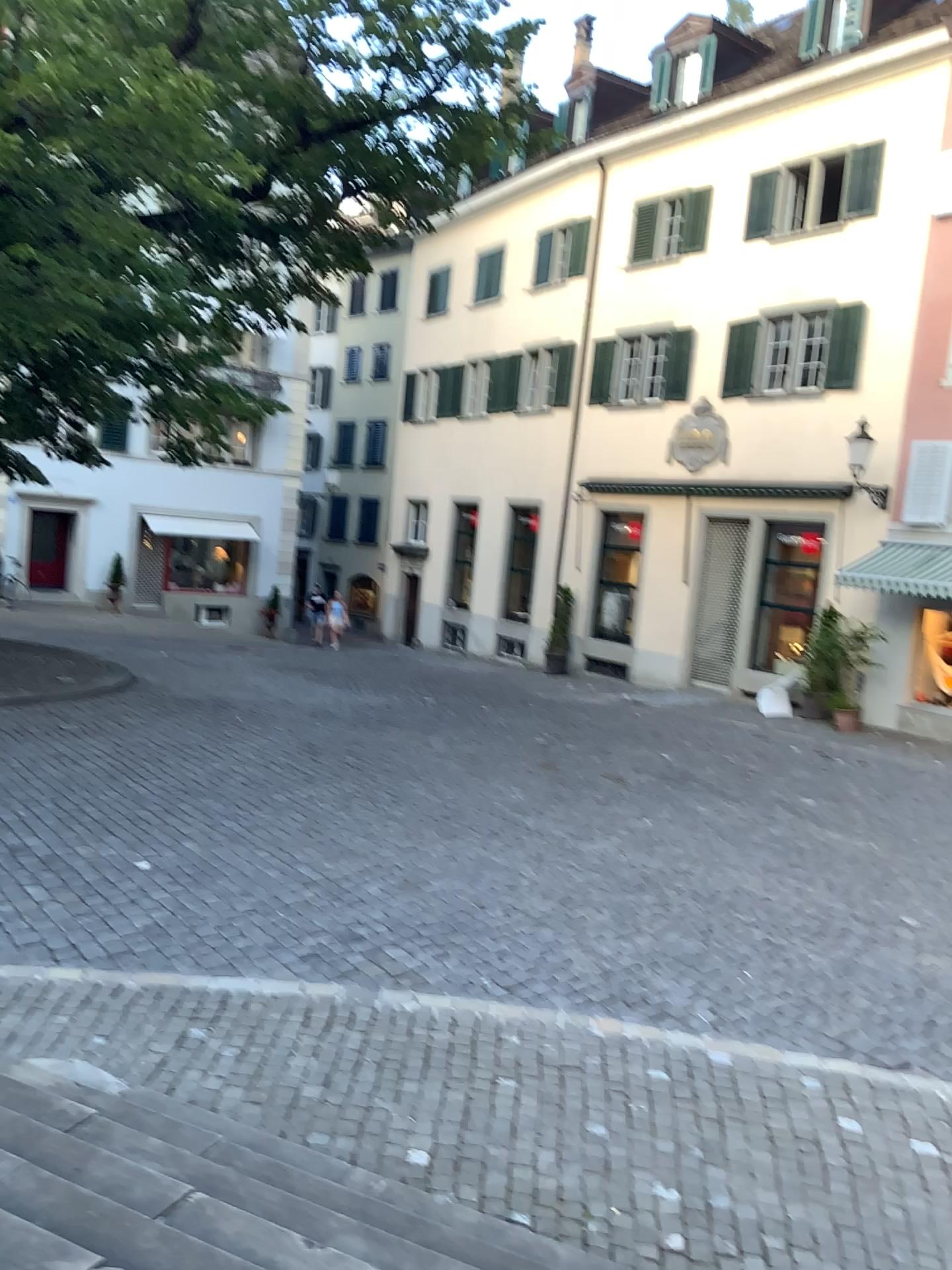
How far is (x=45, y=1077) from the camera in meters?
4.0
